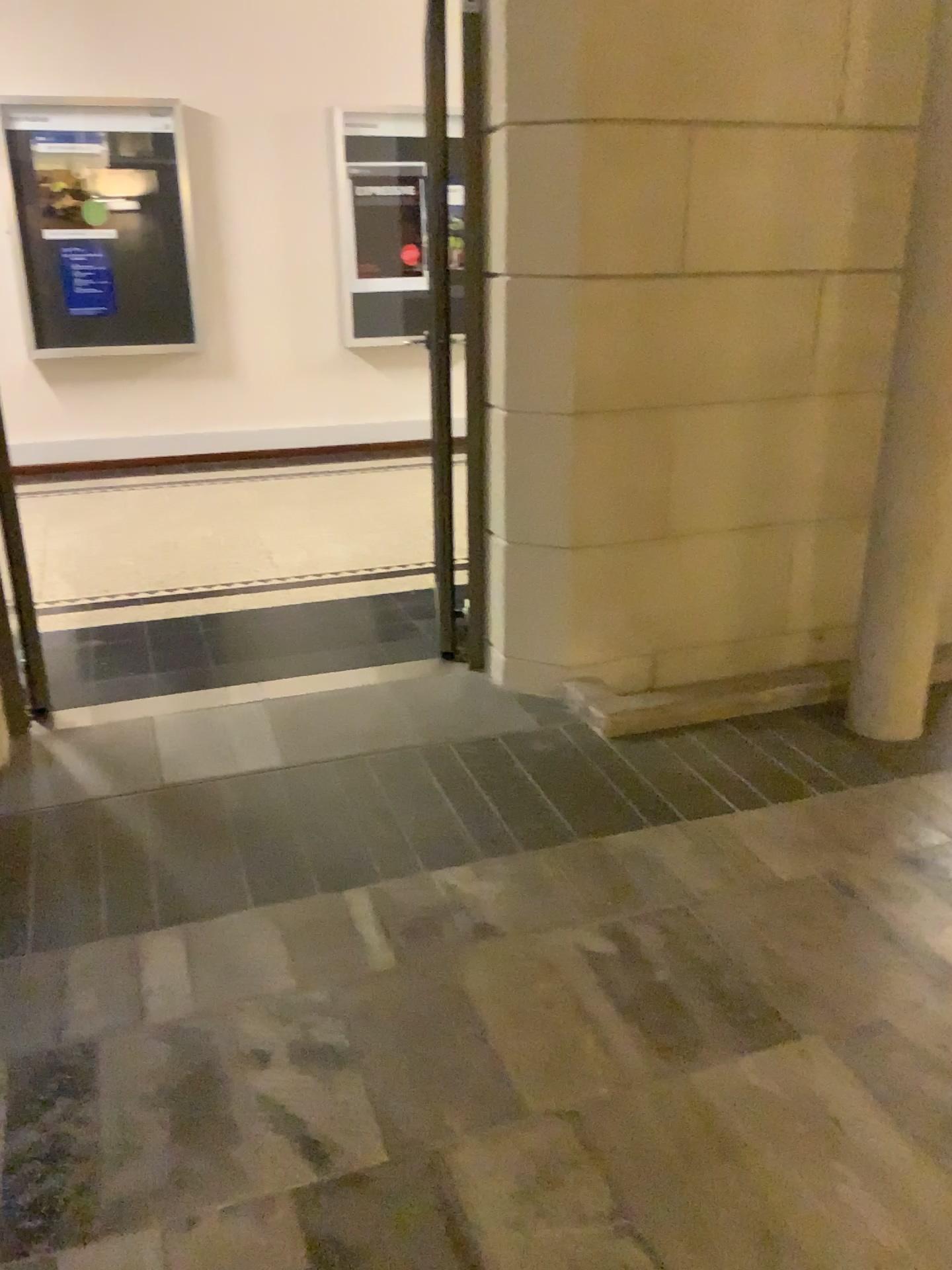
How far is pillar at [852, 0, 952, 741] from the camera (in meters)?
2.68

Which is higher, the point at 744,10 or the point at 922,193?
the point at 744,10

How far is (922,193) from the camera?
2.7m

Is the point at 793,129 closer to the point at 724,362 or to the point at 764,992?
the point at 724,362
